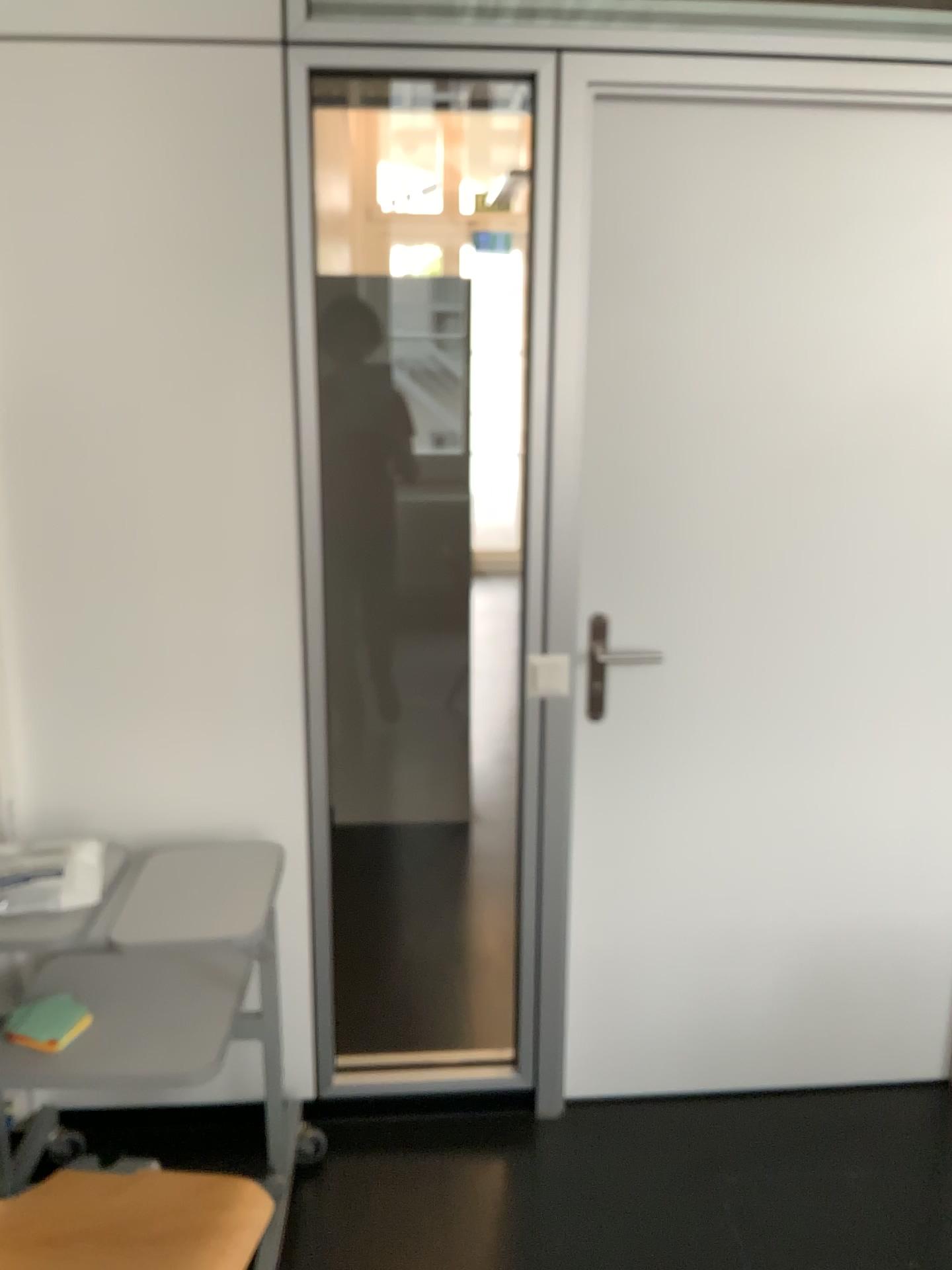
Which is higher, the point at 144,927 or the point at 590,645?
the point at 590,645

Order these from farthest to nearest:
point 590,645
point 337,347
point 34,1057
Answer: point 337,347, point 590,645, point 34,1057

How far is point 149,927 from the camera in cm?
173

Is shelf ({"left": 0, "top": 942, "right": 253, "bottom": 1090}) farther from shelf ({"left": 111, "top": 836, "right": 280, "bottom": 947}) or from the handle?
the handle

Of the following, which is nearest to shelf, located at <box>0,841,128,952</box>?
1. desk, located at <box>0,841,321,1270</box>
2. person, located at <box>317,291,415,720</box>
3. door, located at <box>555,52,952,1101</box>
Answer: desk, located at <box>0,841,321,1270</box>

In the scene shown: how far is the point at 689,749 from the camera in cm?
225

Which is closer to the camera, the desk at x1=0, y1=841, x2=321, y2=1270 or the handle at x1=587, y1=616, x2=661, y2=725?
the desk at x1=0, y1=841, x2=321, y2=1270

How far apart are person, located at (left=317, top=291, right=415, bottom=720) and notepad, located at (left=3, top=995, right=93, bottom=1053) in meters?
2.0 m

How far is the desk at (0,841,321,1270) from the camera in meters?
1.7

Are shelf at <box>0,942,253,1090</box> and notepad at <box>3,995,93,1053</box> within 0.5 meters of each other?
yes
